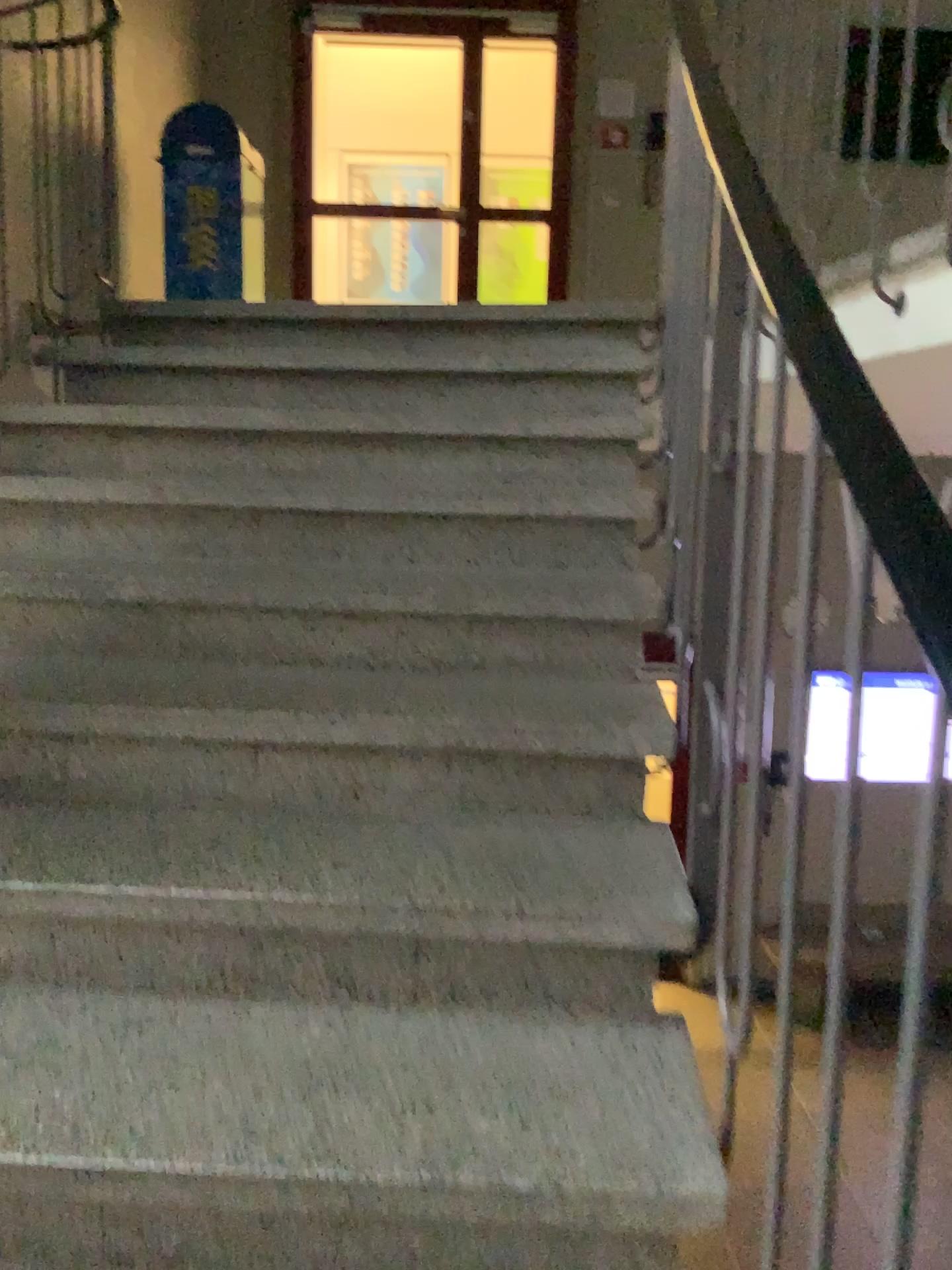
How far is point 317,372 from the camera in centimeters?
275cm
